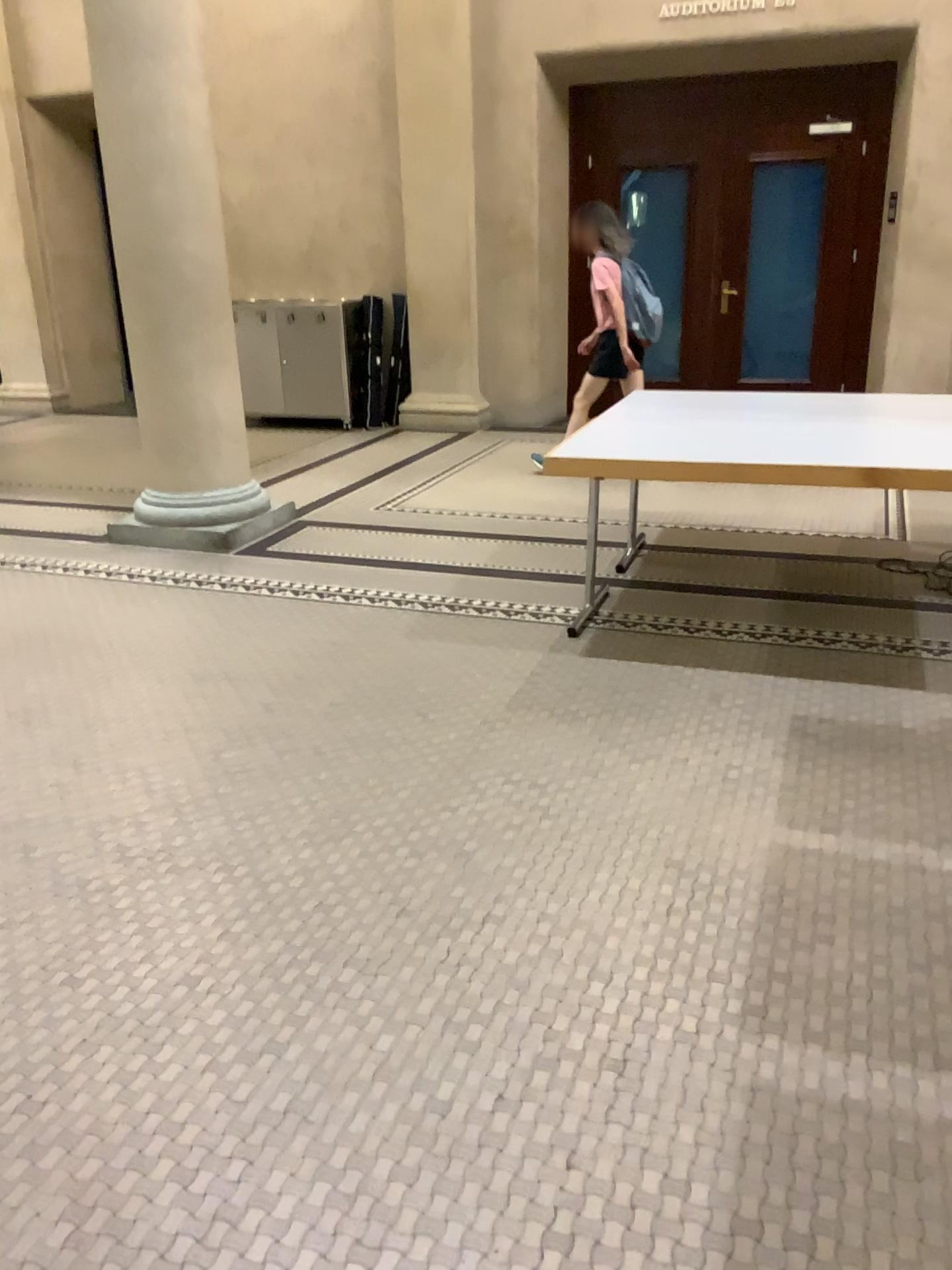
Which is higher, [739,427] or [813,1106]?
[739,427]
